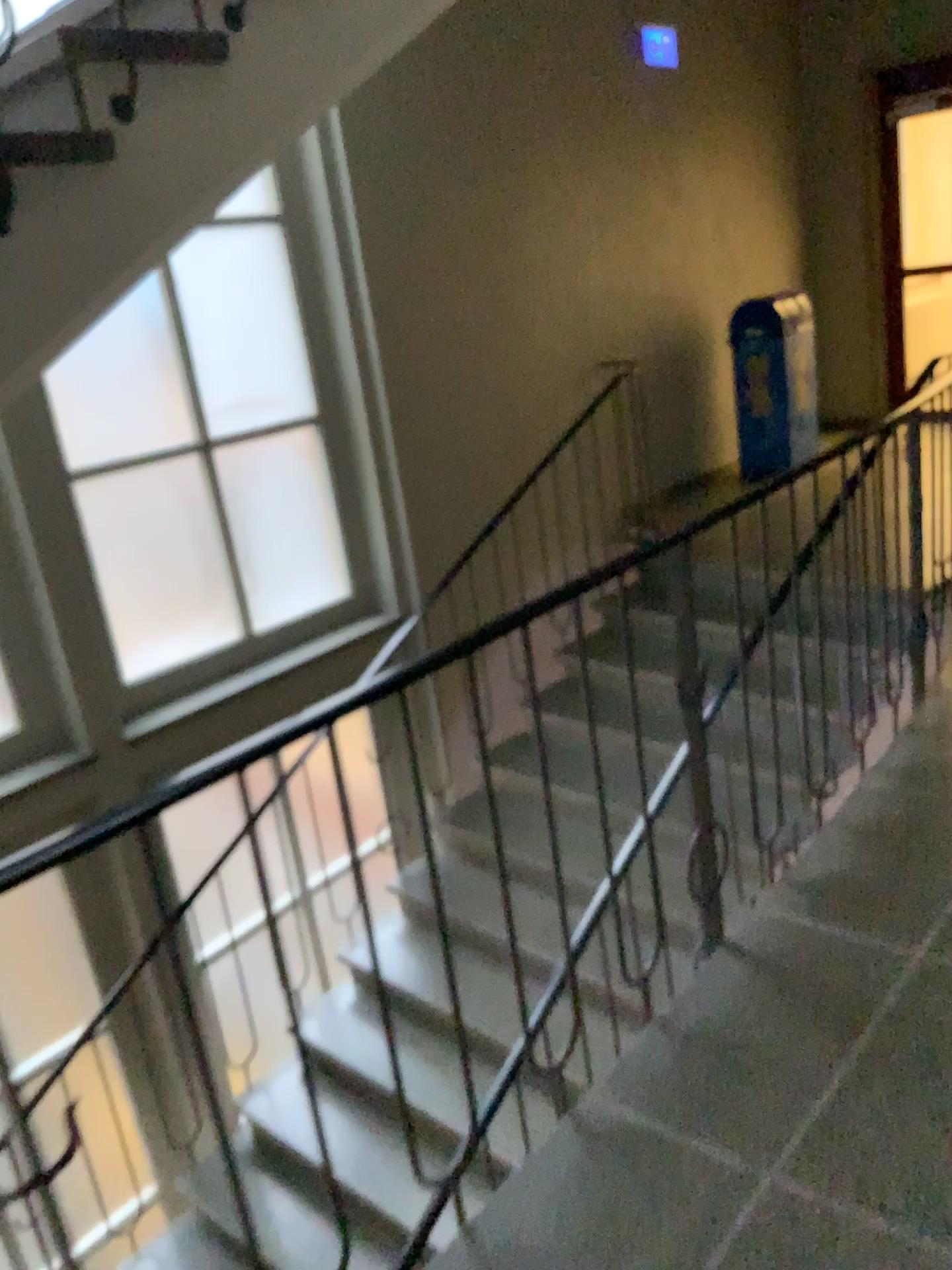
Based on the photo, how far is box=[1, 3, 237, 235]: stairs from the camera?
1.80m

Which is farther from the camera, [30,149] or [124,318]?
[124,318]

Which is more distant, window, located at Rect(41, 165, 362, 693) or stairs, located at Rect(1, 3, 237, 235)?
window, located at Rect(41, 165, 362, 693)

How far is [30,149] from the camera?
1.80m

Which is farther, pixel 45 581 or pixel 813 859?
pixel 45 581
